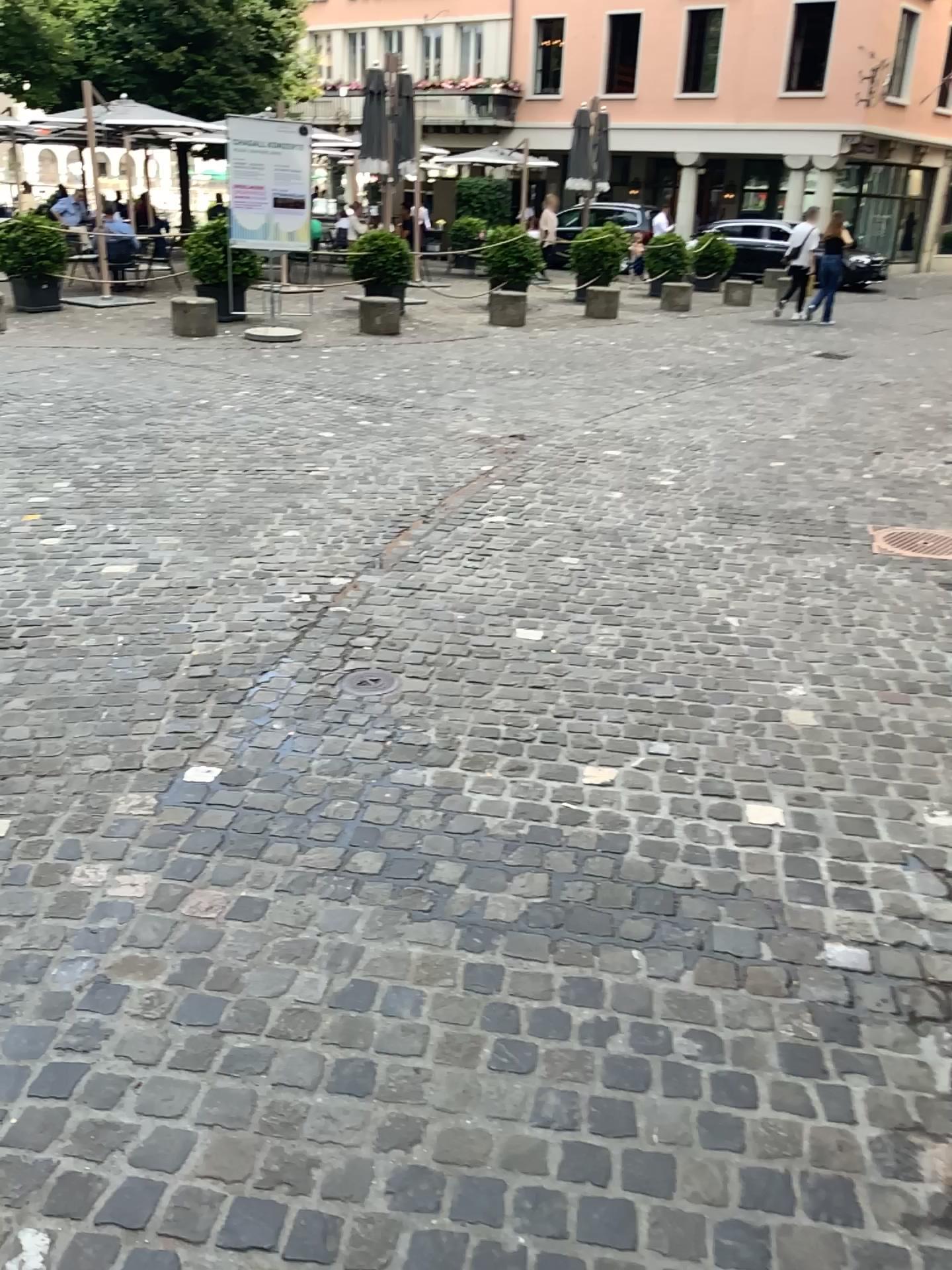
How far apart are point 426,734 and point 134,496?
3.0 meters
